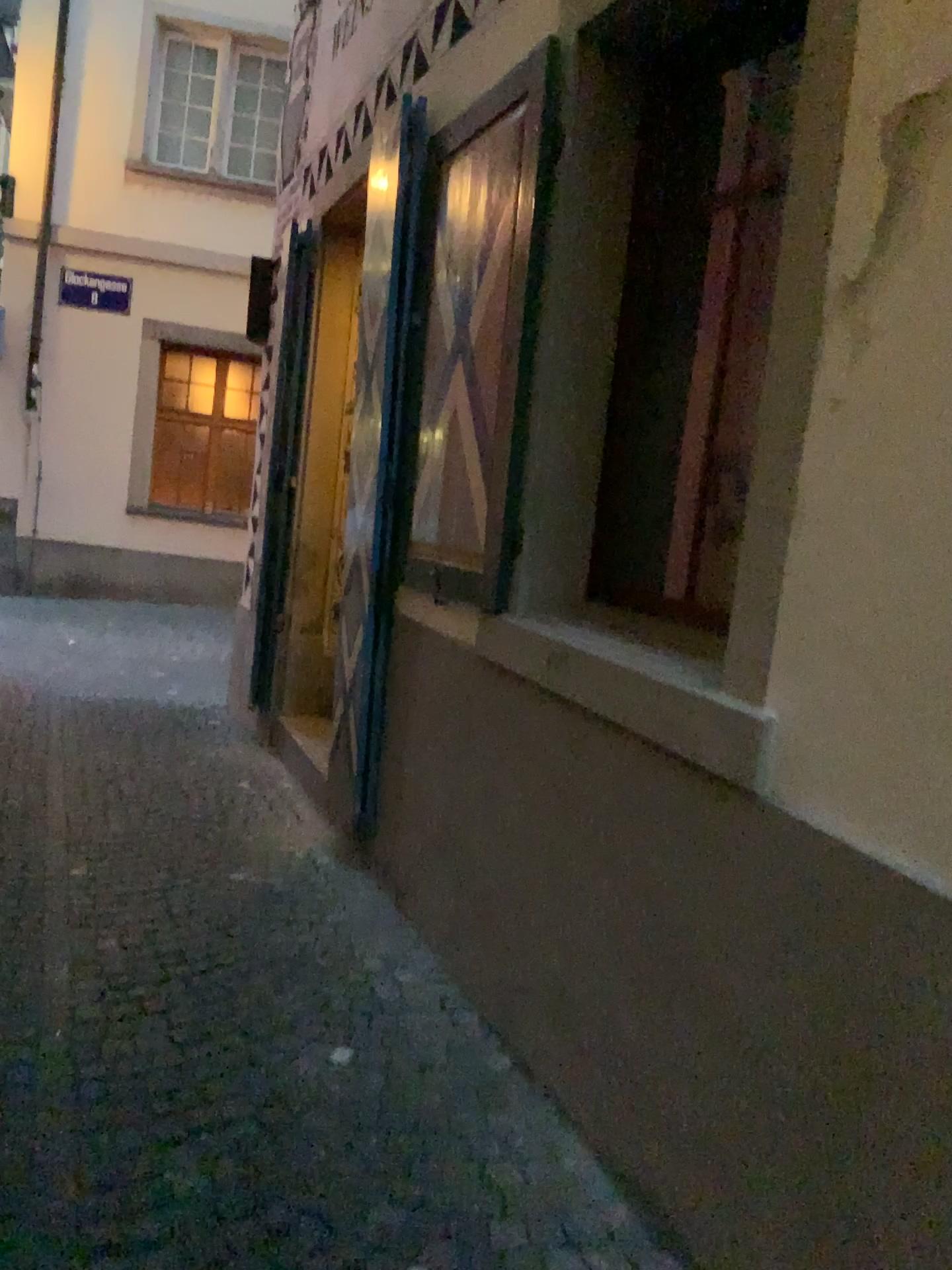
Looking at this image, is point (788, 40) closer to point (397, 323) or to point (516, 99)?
point (516, 99)

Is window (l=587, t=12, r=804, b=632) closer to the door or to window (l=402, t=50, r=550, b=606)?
window (l=402, t=50, r=550, b=606)

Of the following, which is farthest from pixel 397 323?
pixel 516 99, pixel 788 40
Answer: pixel 788 40

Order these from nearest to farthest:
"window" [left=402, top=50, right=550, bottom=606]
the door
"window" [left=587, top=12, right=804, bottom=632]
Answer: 1. "window" [left=587, top=12, right=804, bottom=632]
2. "window" [left=402, top=50, right=550, bottom=606]
3. the door

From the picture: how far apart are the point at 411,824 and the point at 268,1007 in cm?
87

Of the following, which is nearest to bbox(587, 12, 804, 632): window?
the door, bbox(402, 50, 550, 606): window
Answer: bbox(402, 50, 550, 606): window

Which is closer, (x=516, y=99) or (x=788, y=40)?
(x=788, y=40)

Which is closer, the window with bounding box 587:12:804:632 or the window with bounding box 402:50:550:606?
the window with bounding box 587:12:804:632
